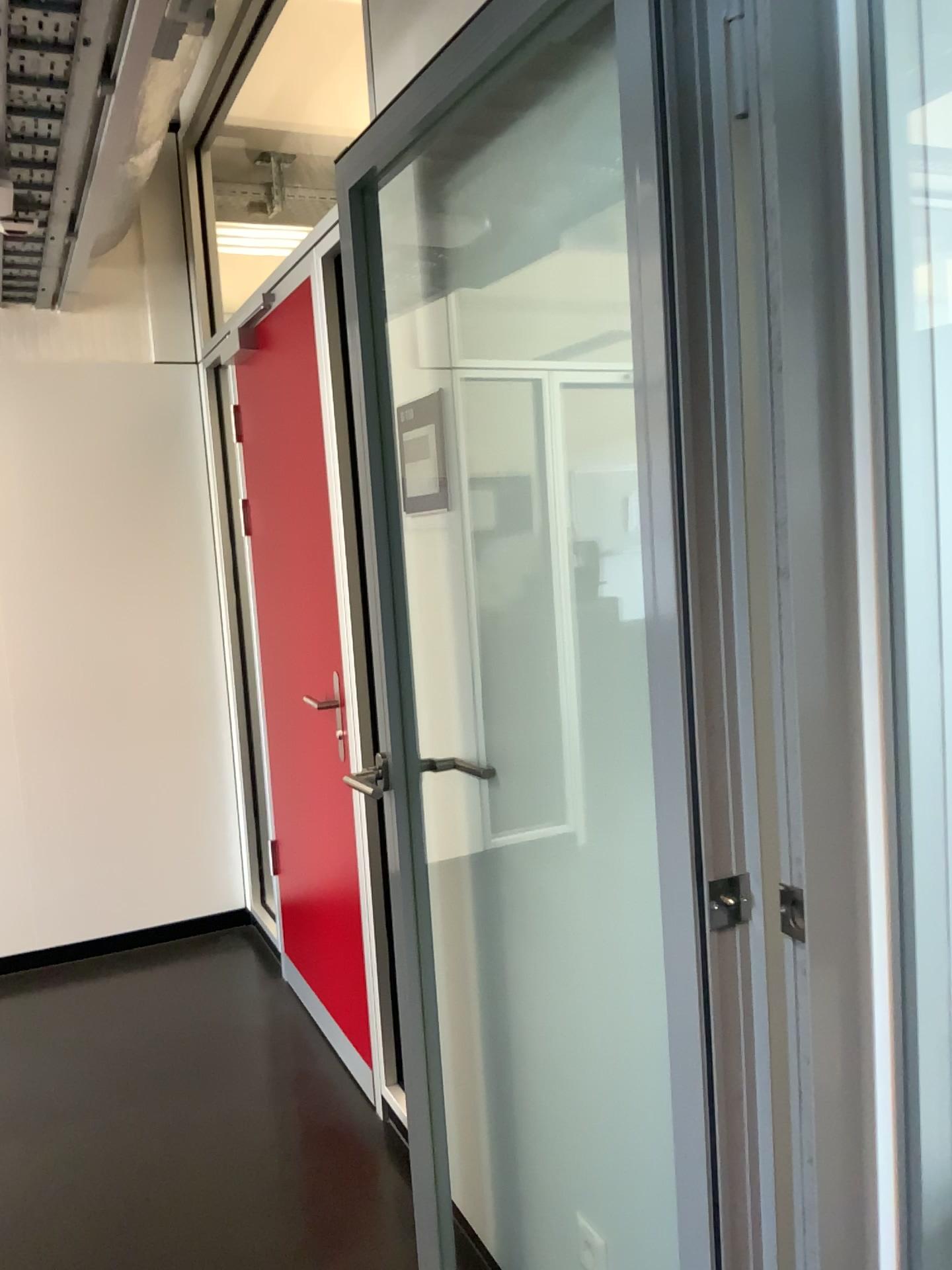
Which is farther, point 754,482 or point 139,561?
point 139,561

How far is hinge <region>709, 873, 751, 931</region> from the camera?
1.1m

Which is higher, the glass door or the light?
the light

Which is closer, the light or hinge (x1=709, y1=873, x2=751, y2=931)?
hinge (x1=709, y1=873, x2=751, y2=931)

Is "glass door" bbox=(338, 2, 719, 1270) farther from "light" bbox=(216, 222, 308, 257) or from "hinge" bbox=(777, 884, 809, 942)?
"light" bbox=(216, 222, 308, 257)

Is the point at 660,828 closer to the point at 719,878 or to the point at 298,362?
the point at 719,878

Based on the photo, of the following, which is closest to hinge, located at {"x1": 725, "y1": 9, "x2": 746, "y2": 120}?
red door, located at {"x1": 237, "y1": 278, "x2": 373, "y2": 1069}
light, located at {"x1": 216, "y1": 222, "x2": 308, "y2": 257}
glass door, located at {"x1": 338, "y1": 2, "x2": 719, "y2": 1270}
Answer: glass door, located at {"x1": 338, "y1": 2, "x2": 719, "y2": 1270}

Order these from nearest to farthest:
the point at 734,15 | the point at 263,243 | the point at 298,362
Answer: the point at 734,15 → the point at 298,362 → the point at 263,243

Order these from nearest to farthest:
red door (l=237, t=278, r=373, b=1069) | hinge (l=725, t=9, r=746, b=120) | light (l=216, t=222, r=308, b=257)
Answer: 1. hinge (l=725, t=9, r=746, b=120)
2. red door (l=237, t=278, r=373, b=1069)
3. light (l=216, t=222, r=308, b=257)

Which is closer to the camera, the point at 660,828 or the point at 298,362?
the point at 660,828
